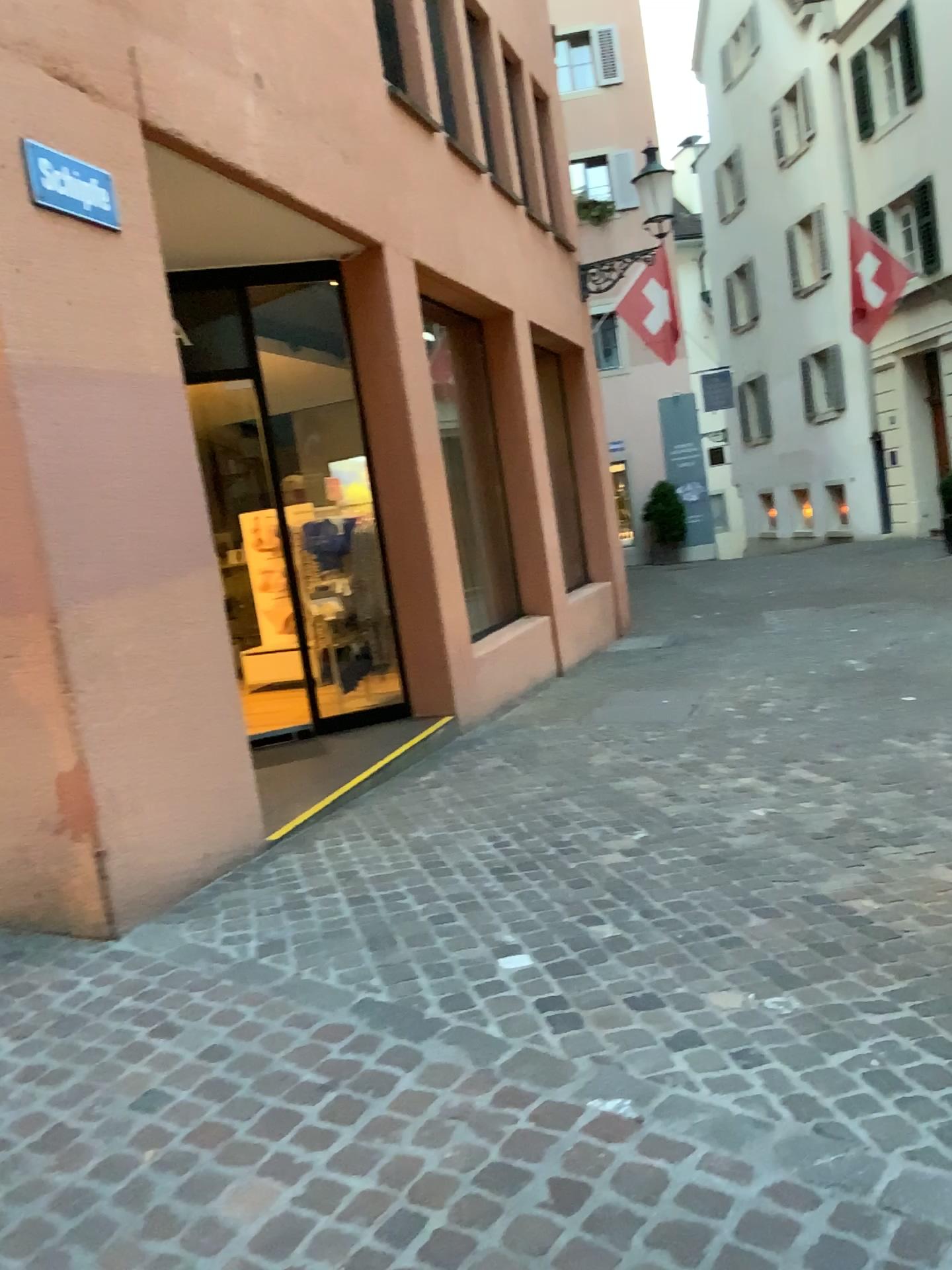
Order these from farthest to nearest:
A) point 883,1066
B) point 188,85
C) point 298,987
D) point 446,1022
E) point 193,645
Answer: point 188,85 < point 193,645 < point 298,987 < point 446,1022 < point 883,1066

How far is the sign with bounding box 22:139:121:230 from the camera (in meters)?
3.49

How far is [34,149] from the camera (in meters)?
3.49
